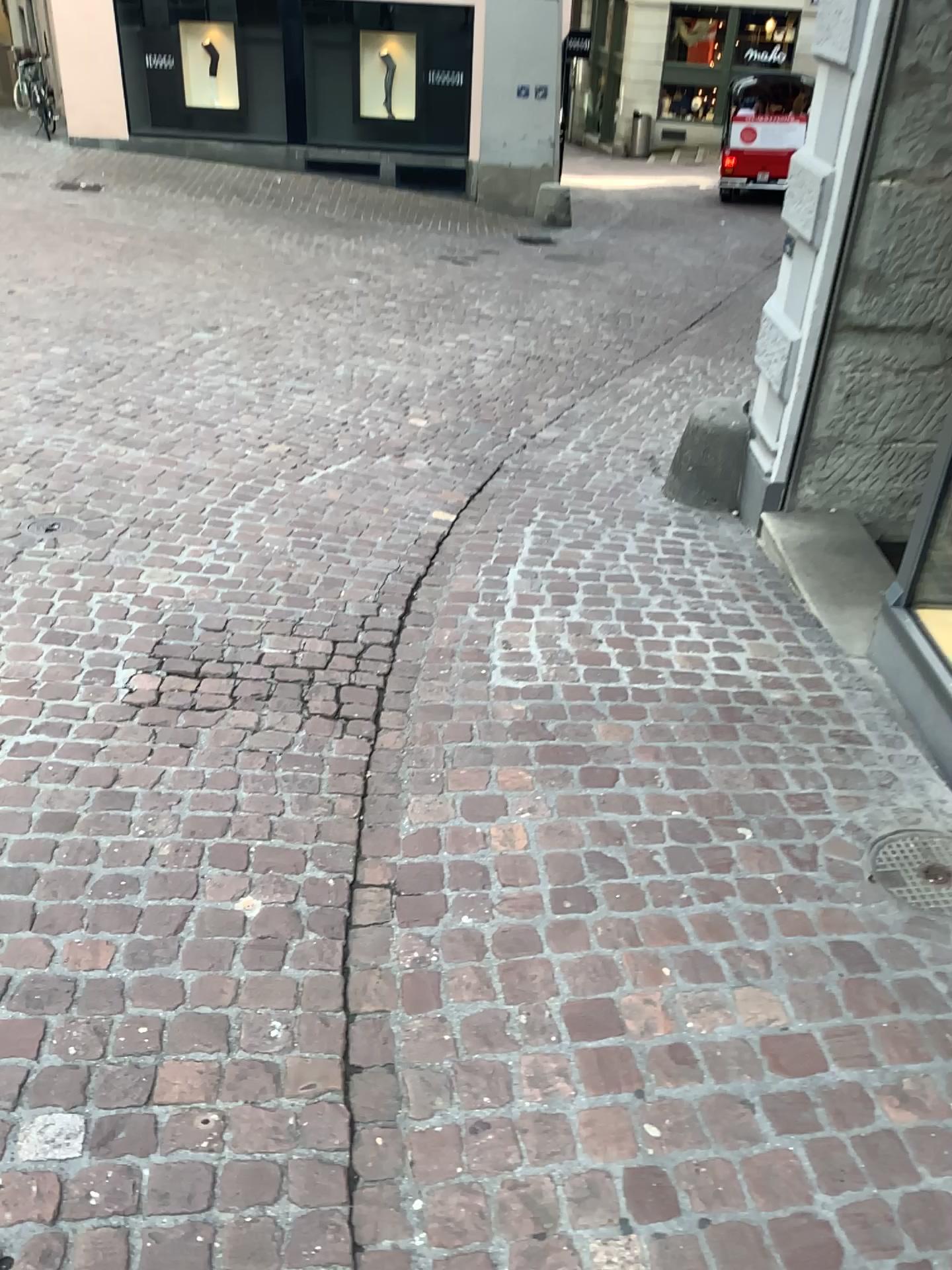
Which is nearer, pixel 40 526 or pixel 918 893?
pixel 918 893

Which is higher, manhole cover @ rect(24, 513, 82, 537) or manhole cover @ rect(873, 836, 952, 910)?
manhole cover @ rect(24, 513, 82, 537)

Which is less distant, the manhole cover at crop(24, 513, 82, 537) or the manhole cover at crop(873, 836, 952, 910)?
the manhole cover at crop(873, 836, 952, 910)

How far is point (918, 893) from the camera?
2.21m

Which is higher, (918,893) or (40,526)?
(40,526)

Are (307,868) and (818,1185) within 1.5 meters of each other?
yes

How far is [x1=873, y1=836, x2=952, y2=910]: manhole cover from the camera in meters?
2.2
